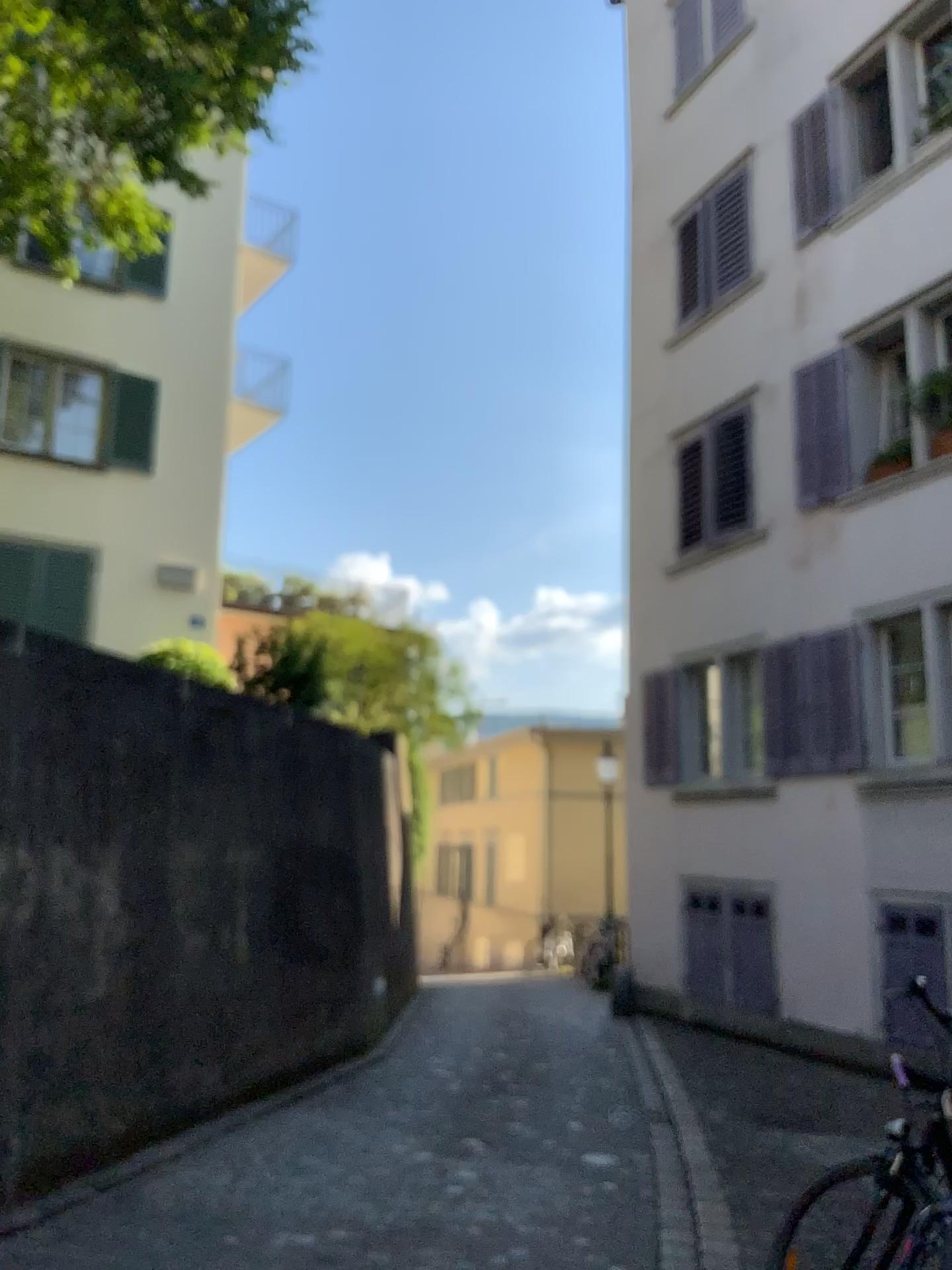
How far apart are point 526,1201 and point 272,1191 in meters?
1.2 m
